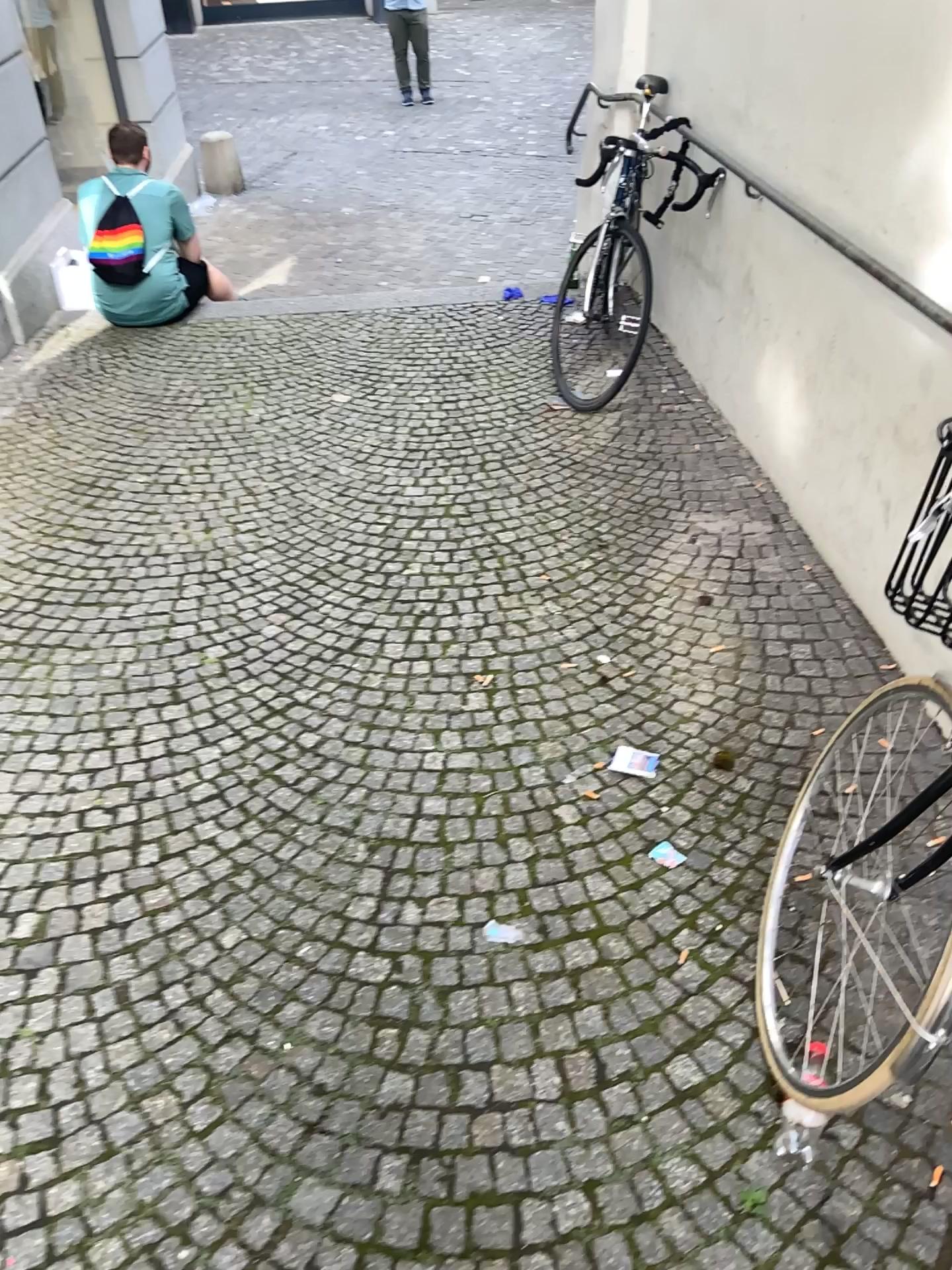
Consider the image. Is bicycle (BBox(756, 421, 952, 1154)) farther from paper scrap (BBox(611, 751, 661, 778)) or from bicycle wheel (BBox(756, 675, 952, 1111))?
paper scrap (BBox(611, 751, 661, 778))

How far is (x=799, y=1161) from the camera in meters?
1.6

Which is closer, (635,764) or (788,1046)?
(788,1046)

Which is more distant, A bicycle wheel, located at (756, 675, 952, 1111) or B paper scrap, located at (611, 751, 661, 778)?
B paper scrap, located at (611, 751, 661, 778)

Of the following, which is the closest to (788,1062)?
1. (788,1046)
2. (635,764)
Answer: (788,1046)

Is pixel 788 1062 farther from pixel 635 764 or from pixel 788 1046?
pixel 635 764

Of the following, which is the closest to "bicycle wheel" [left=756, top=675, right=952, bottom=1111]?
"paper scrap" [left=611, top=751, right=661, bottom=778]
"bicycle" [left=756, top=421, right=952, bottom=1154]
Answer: "bicycle" [left=756, top=421, right=952, bottom=1154]

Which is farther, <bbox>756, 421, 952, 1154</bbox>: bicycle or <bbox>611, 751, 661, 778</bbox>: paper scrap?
<bbox>611, 751, 661, 778</bbox>: paper scrap
